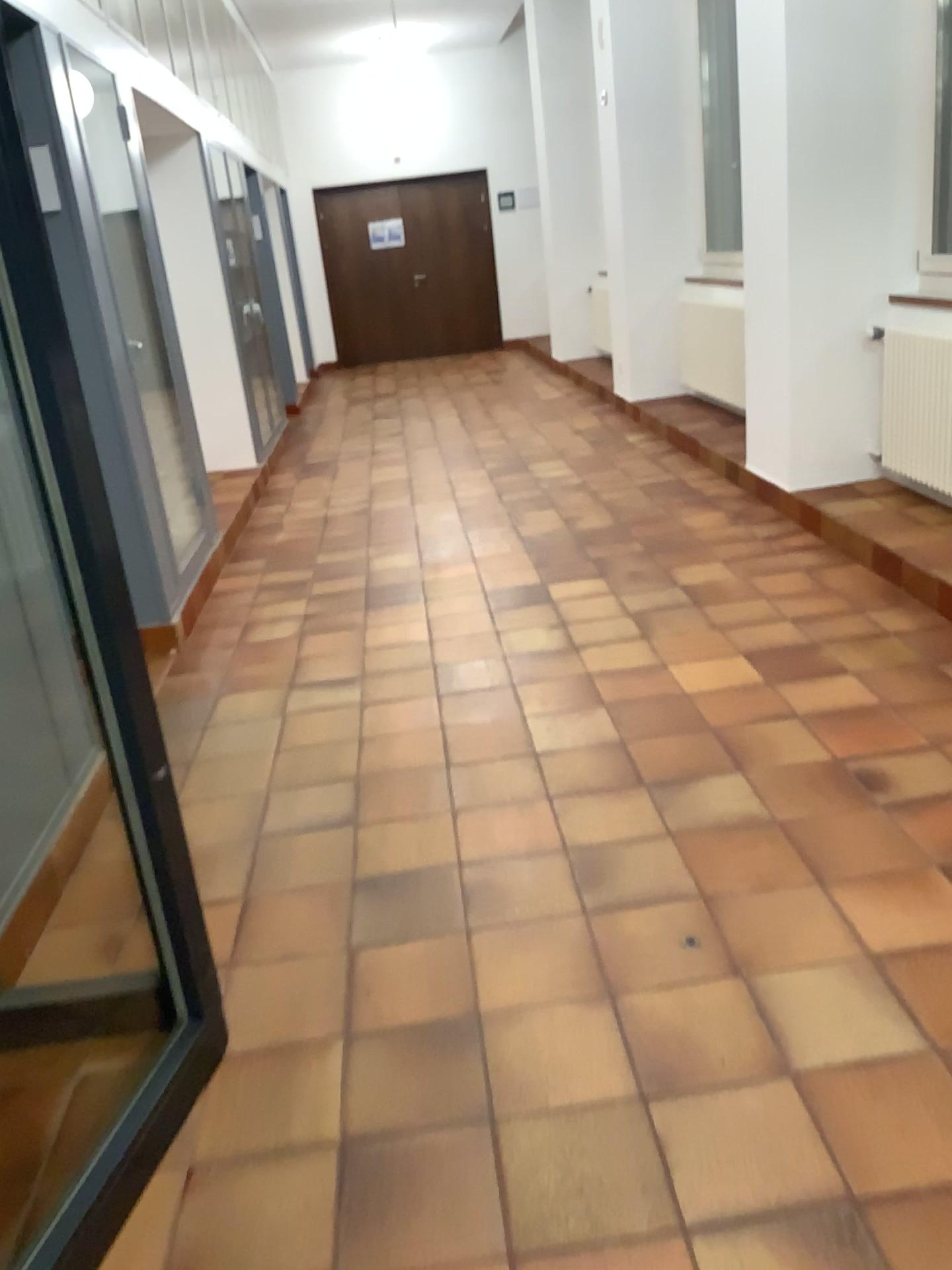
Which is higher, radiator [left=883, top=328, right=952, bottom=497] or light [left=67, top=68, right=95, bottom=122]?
light [left=67, top=68, right=95, bottom=122]

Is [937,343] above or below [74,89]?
below

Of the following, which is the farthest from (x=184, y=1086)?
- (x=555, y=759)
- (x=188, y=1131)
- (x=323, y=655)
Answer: (x=323, y=655)

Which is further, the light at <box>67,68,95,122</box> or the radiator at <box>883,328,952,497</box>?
the radiator at <box>883,328,952,497</box>

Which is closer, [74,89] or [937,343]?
[74,89]
